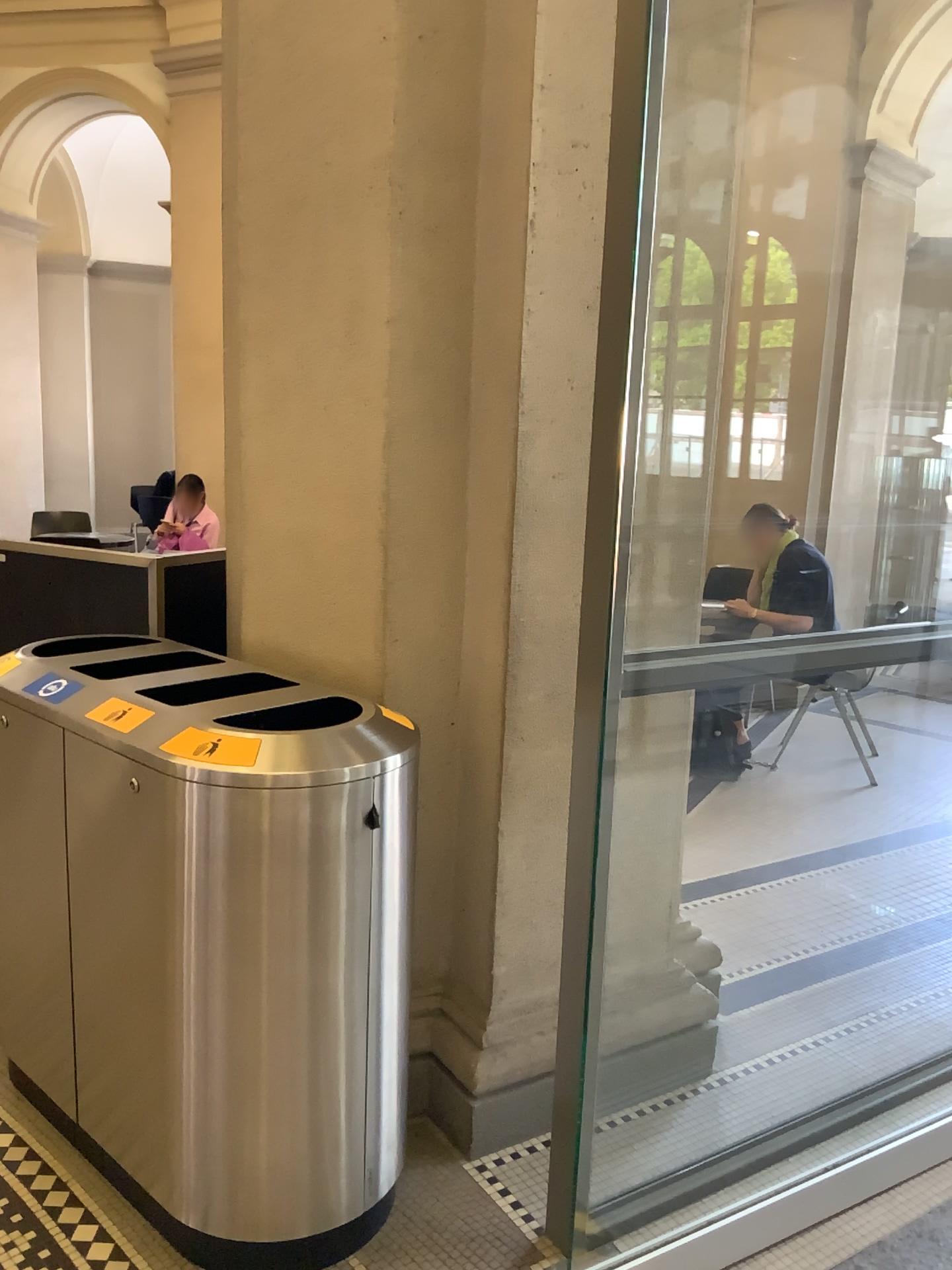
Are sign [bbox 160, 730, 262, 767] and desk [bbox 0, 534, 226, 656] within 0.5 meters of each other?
no

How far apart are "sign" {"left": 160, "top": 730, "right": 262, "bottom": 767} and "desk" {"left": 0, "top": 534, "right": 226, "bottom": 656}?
1.1m

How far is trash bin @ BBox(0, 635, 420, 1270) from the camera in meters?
1.8

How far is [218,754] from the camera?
1.80m

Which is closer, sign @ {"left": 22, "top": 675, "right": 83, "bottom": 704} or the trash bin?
the trash bin

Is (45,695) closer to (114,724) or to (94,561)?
(114,724)

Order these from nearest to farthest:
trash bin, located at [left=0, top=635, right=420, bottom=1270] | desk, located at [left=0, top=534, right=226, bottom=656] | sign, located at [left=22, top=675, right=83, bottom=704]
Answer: trash bin, located at [left=0, top=635, right=420, bottom=1270] → sign, located at [left=22, top=675, right=83, bottom=704] → desk, located at [left=0, top=534, right=226, bottom=656]

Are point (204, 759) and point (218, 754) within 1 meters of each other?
yes

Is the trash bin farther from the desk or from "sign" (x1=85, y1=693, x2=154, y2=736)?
the desk

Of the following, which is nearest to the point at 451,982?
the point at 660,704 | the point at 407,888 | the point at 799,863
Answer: the point at 407,888
